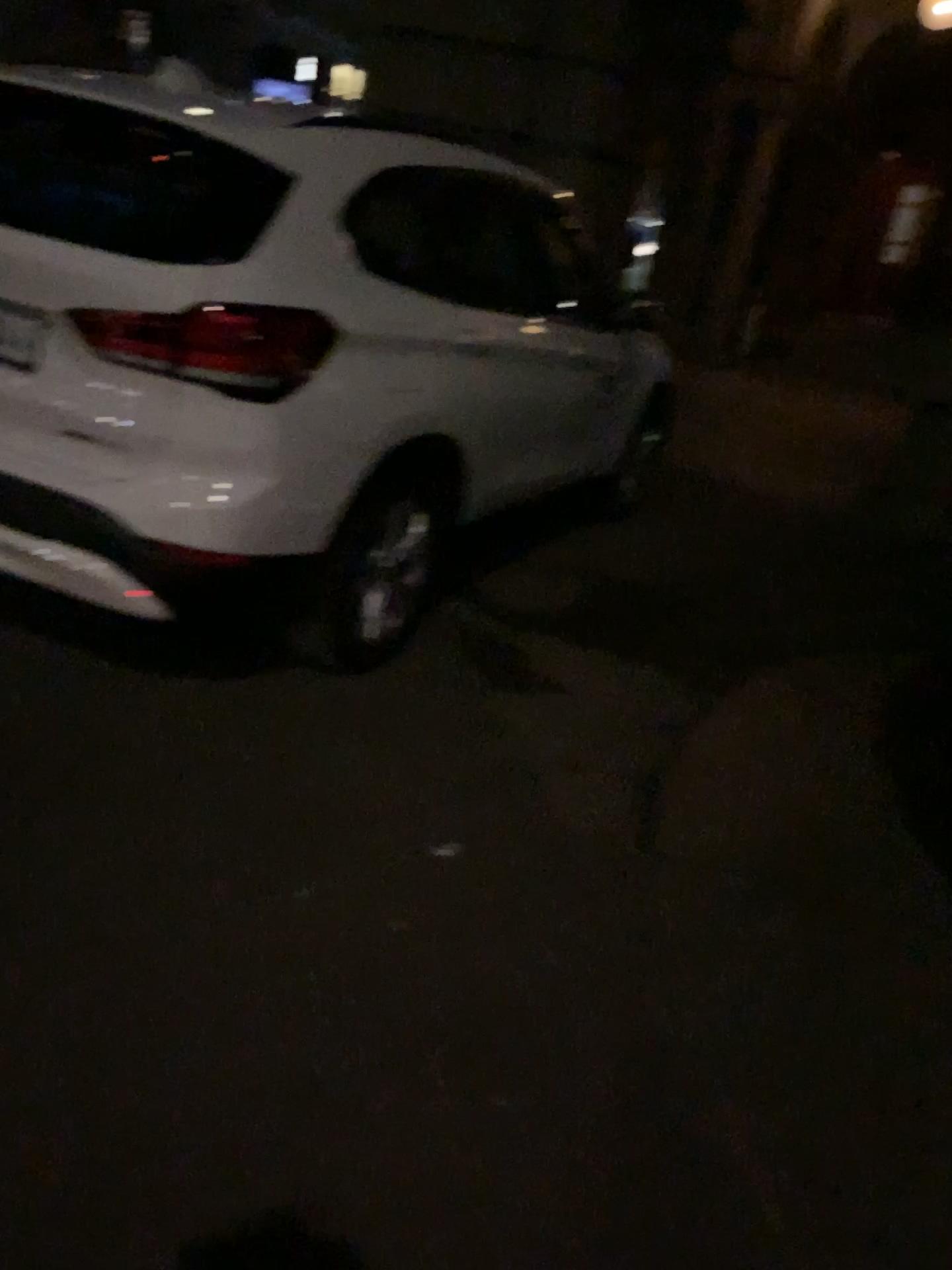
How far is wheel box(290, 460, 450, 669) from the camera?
2.9m

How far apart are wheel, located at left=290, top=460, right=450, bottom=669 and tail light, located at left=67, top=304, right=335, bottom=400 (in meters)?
0.40

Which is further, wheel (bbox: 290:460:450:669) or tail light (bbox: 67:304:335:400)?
wheel (bbox: 290:460:450:669)

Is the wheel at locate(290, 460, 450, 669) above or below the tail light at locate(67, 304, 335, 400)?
below

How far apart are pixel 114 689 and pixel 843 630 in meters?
3.0 m

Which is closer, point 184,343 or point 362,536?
point 184,343

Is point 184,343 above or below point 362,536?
above

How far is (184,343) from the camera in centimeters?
247cm

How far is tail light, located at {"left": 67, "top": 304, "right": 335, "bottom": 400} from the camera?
2.47m
